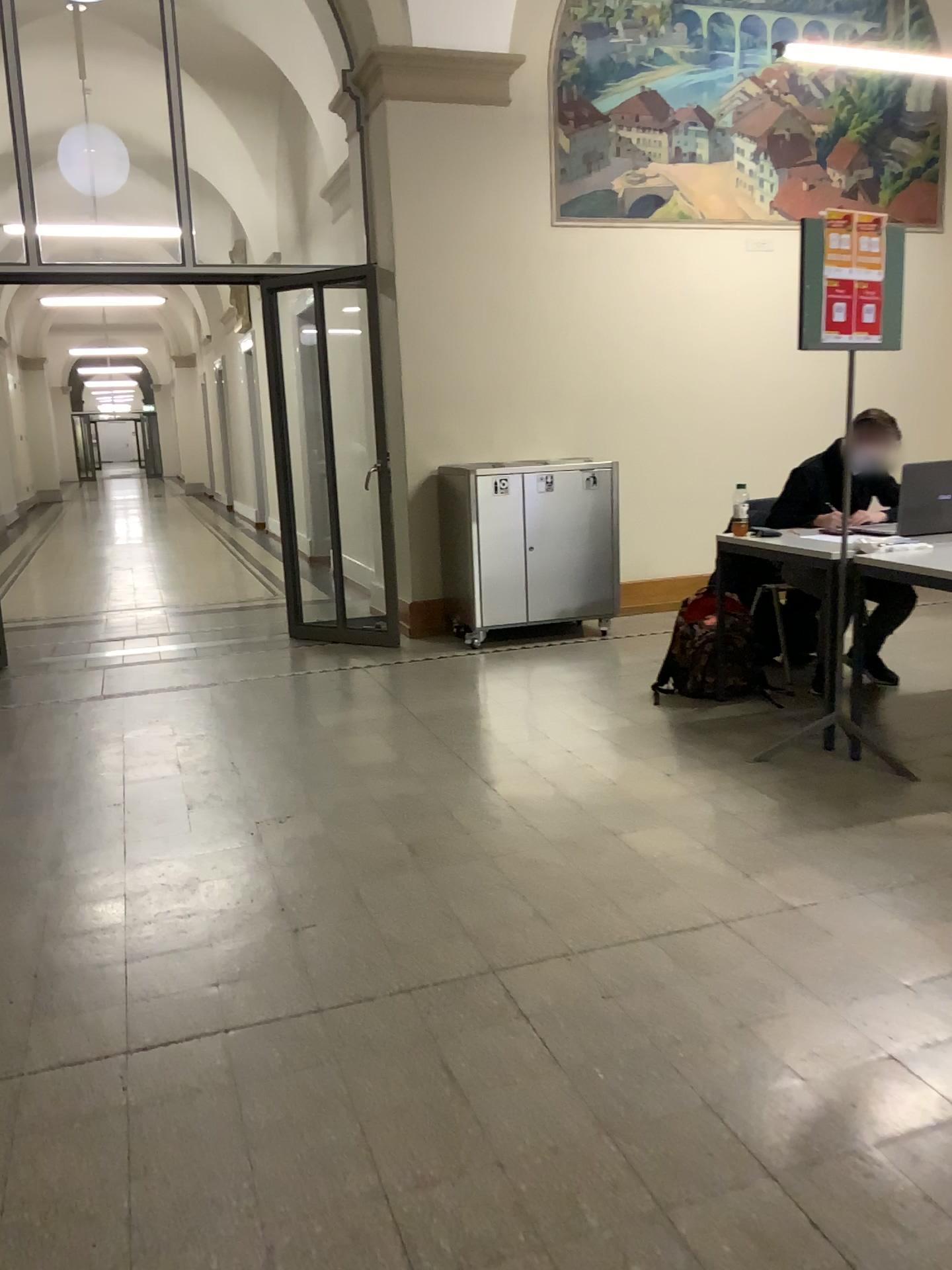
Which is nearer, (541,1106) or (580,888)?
(541,1106)

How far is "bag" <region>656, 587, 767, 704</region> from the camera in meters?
4.6

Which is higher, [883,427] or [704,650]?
[883,427]

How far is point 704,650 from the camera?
4.59m
